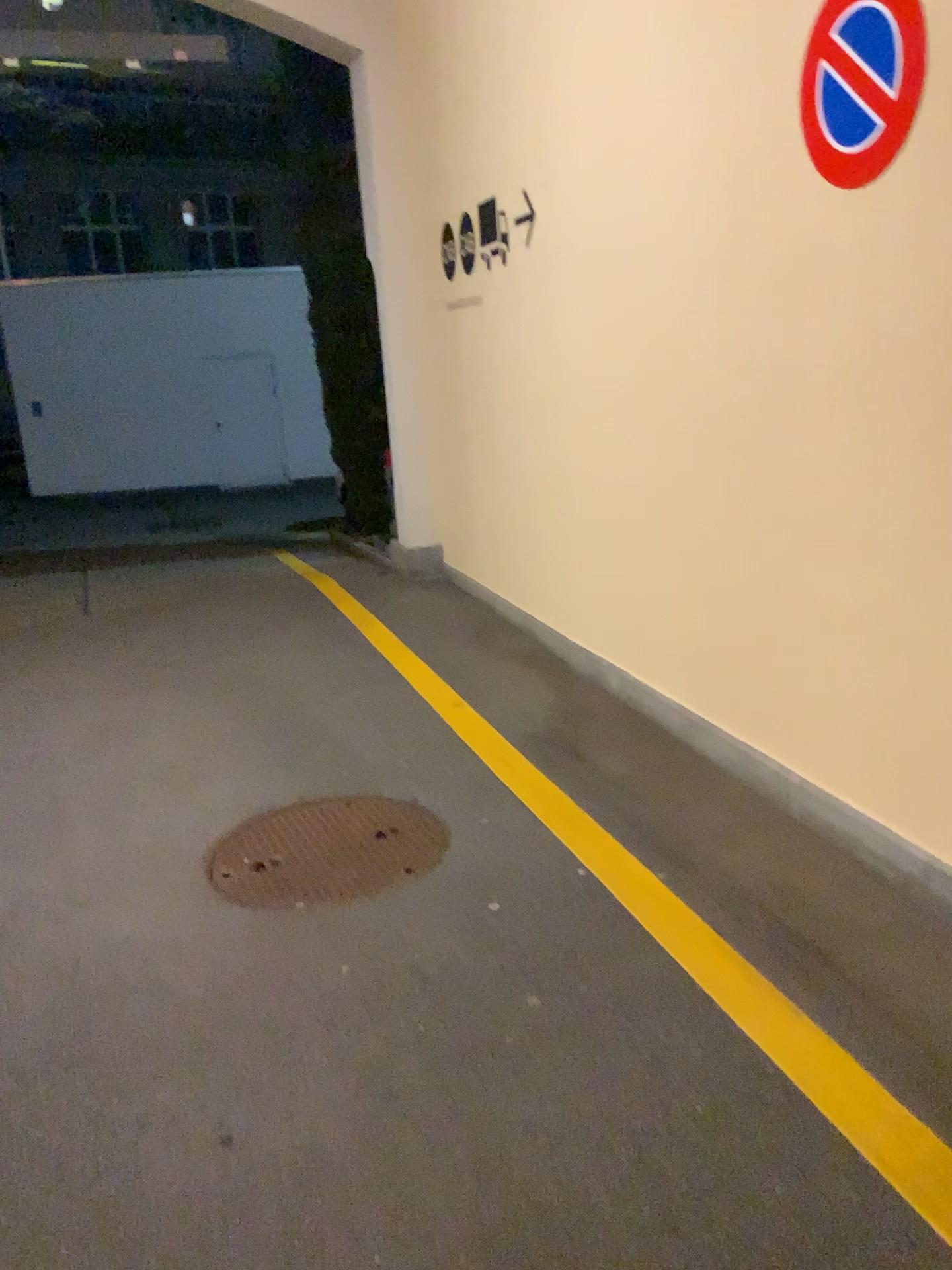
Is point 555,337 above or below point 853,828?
above

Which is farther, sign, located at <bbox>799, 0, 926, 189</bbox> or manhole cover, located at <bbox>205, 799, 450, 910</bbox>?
manhole cover, located at <bbox>205, 799, 450, 910</bbox>

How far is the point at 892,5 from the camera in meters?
2.4 m

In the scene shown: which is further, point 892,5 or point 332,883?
point 332,883

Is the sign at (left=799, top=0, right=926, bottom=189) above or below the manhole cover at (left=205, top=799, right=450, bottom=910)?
above

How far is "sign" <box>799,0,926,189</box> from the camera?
2.39m

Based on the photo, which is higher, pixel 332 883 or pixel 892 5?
pixel 892 5
